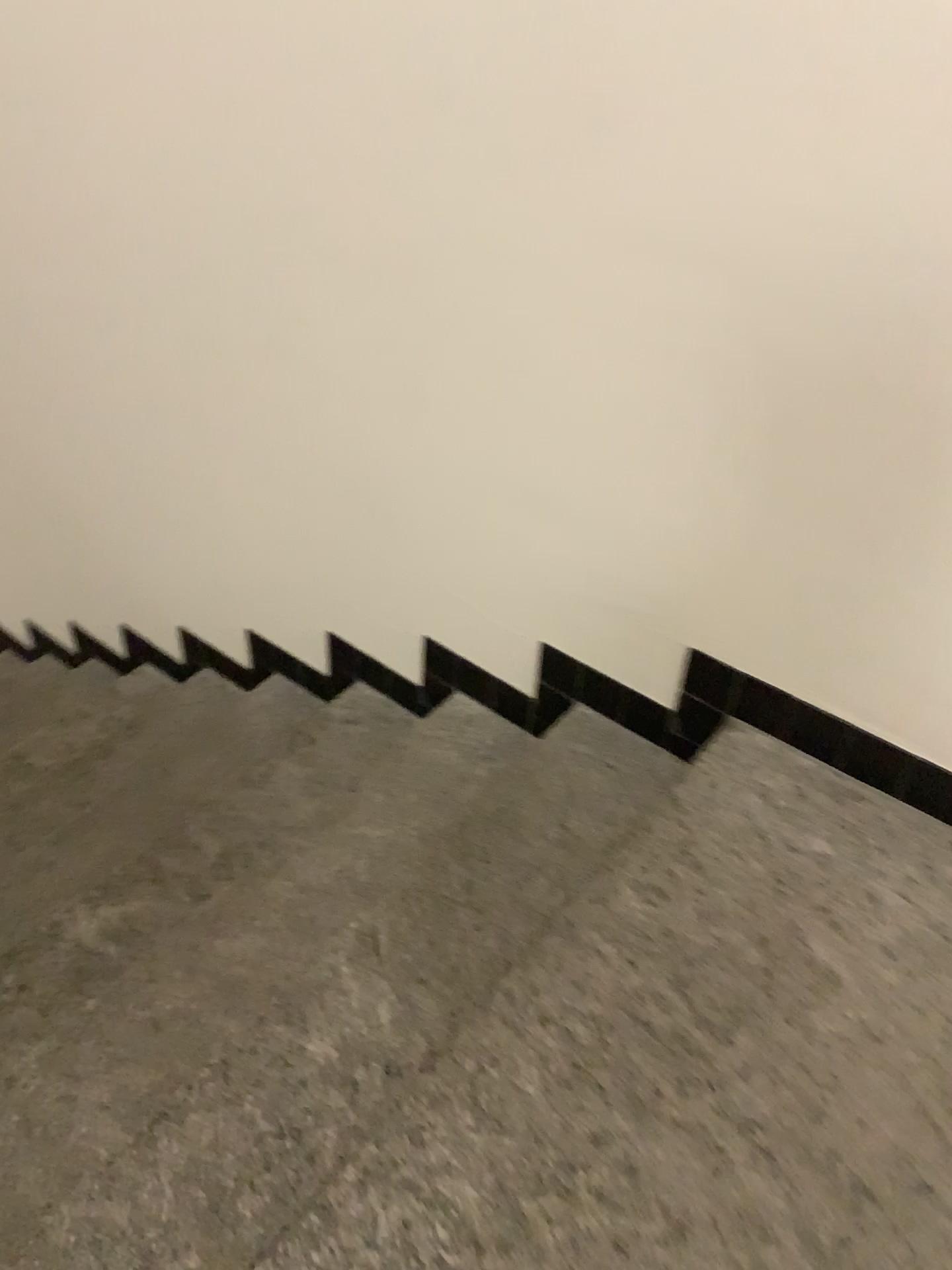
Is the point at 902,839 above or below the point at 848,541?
below
